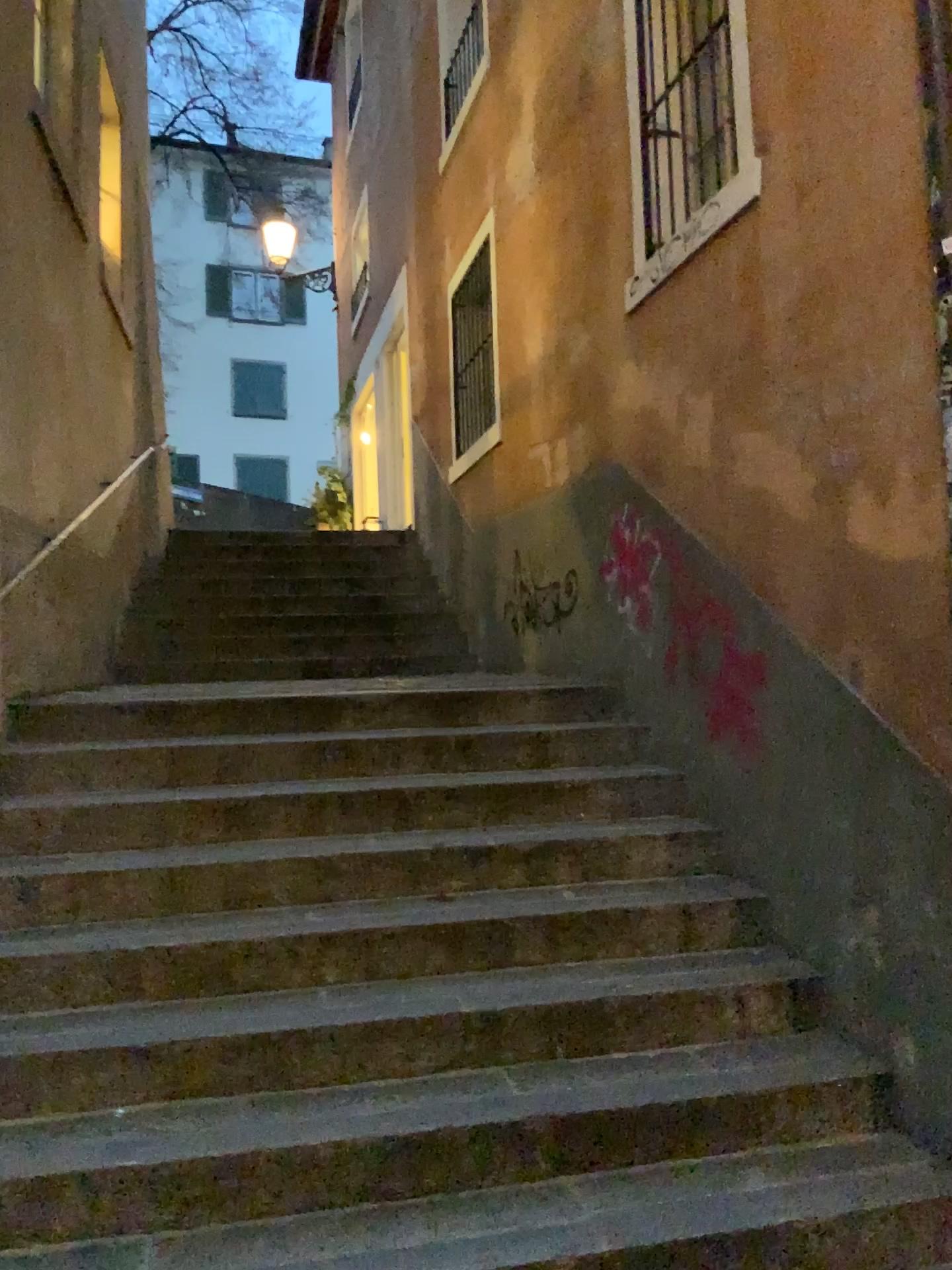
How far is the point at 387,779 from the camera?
3.83m
